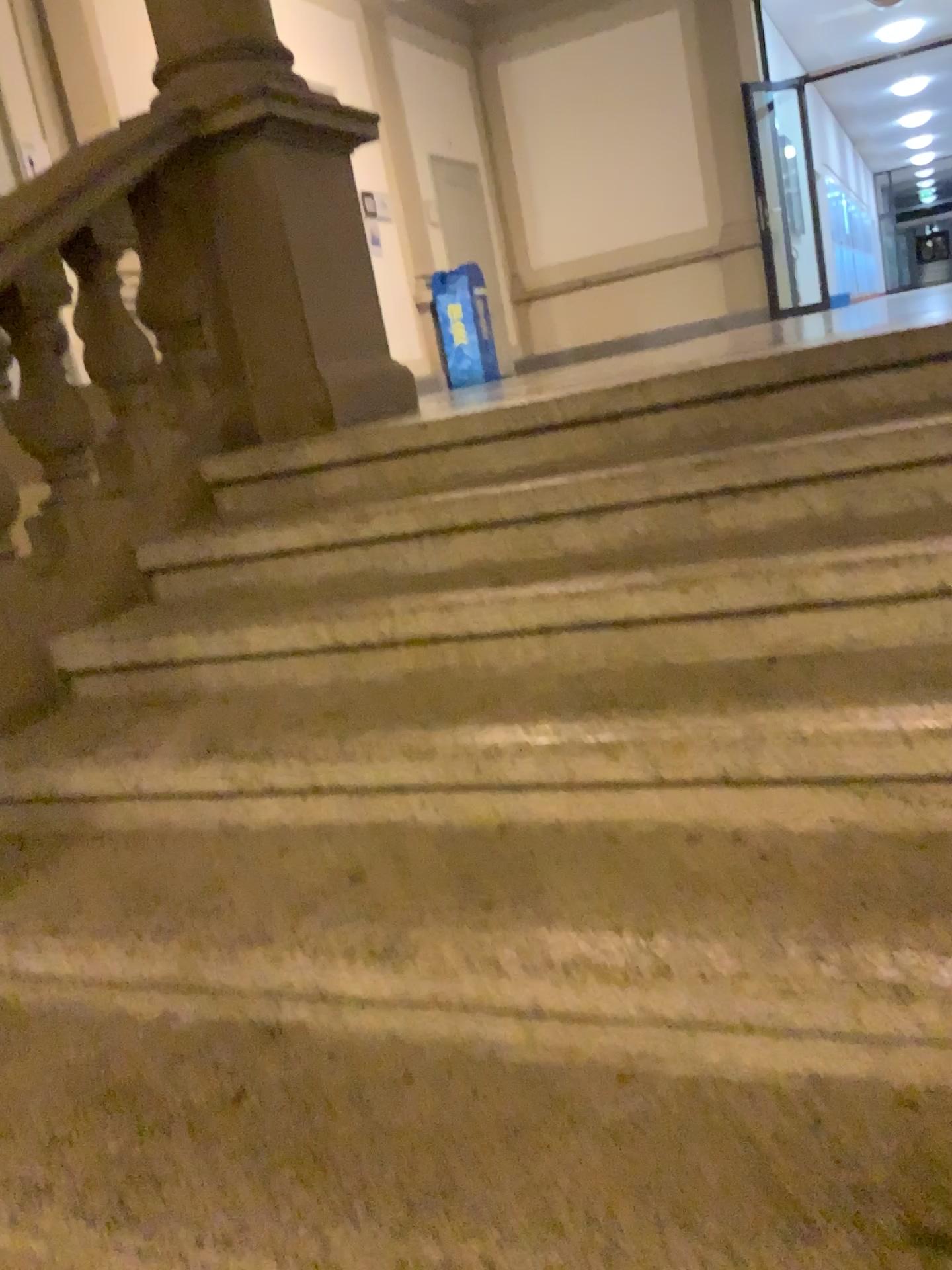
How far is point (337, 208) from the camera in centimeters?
325cm
